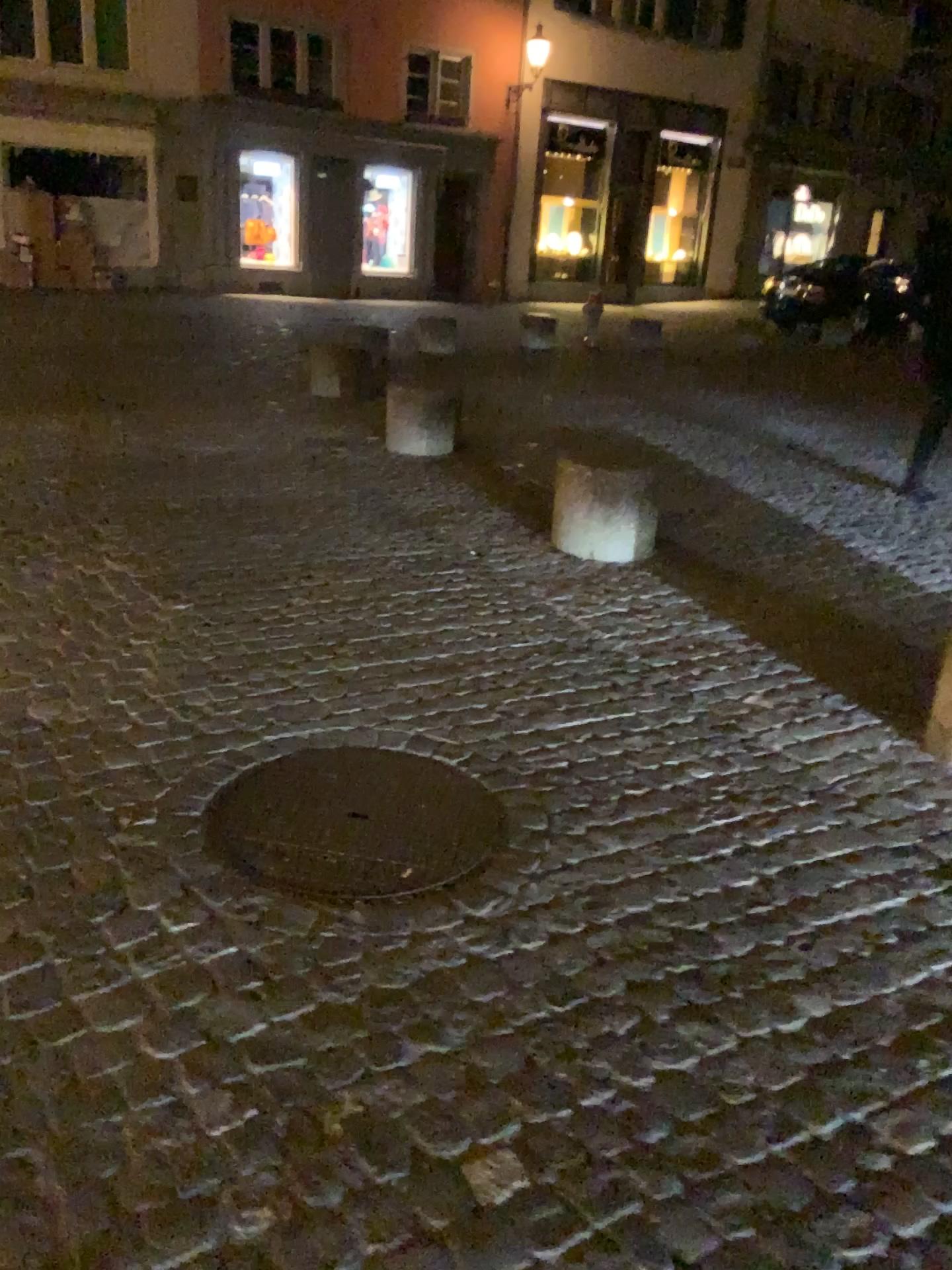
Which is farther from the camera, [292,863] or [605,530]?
[605,530]

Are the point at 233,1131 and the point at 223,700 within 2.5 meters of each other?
yes

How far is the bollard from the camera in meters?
4.8 m

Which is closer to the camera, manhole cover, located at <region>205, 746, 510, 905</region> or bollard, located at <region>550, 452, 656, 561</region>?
manhole cover, located at <region>205, 746, 510, 905</region>

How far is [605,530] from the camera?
4.8m
